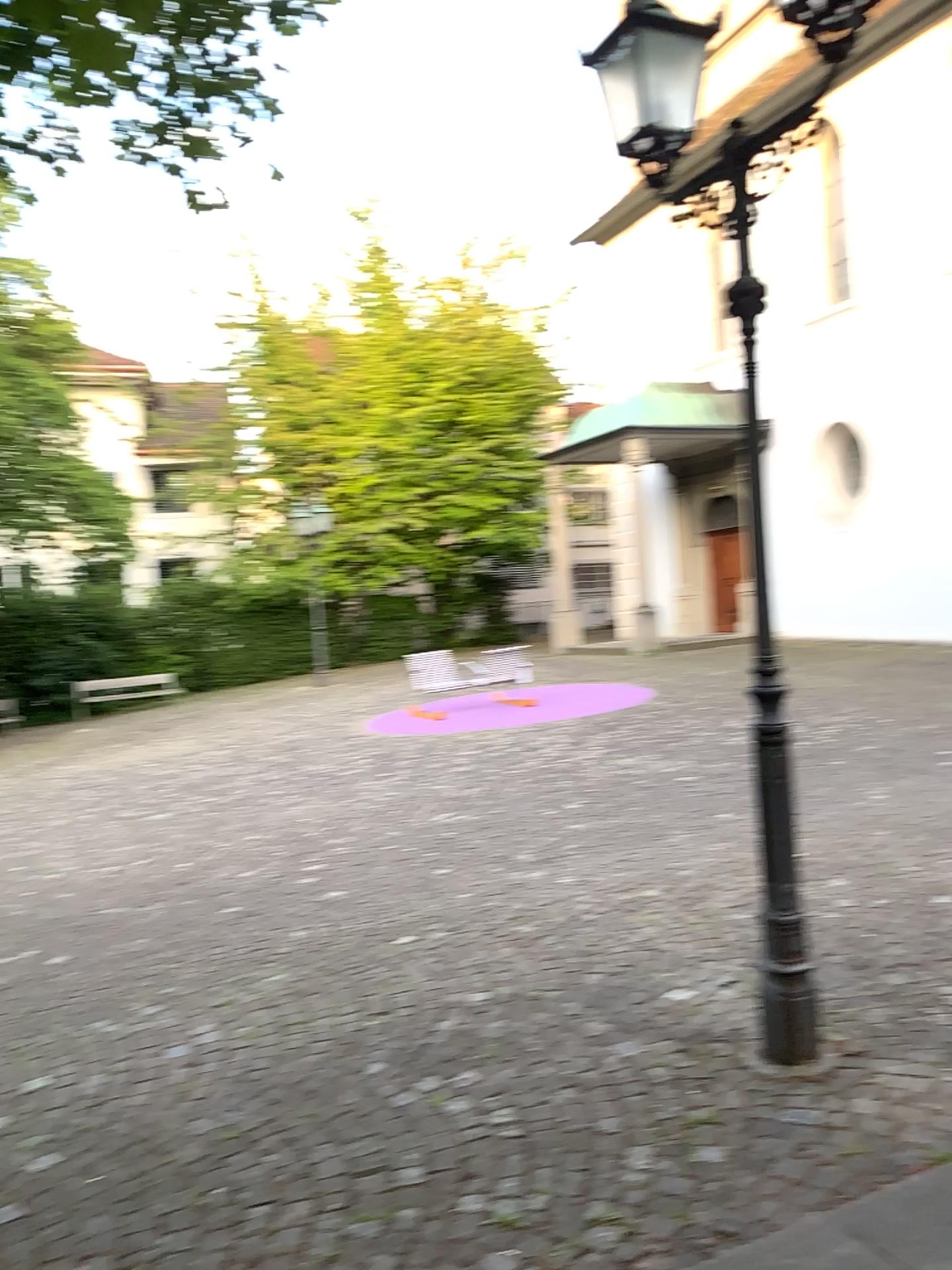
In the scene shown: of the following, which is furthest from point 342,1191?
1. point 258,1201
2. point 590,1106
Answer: point 590,1106
